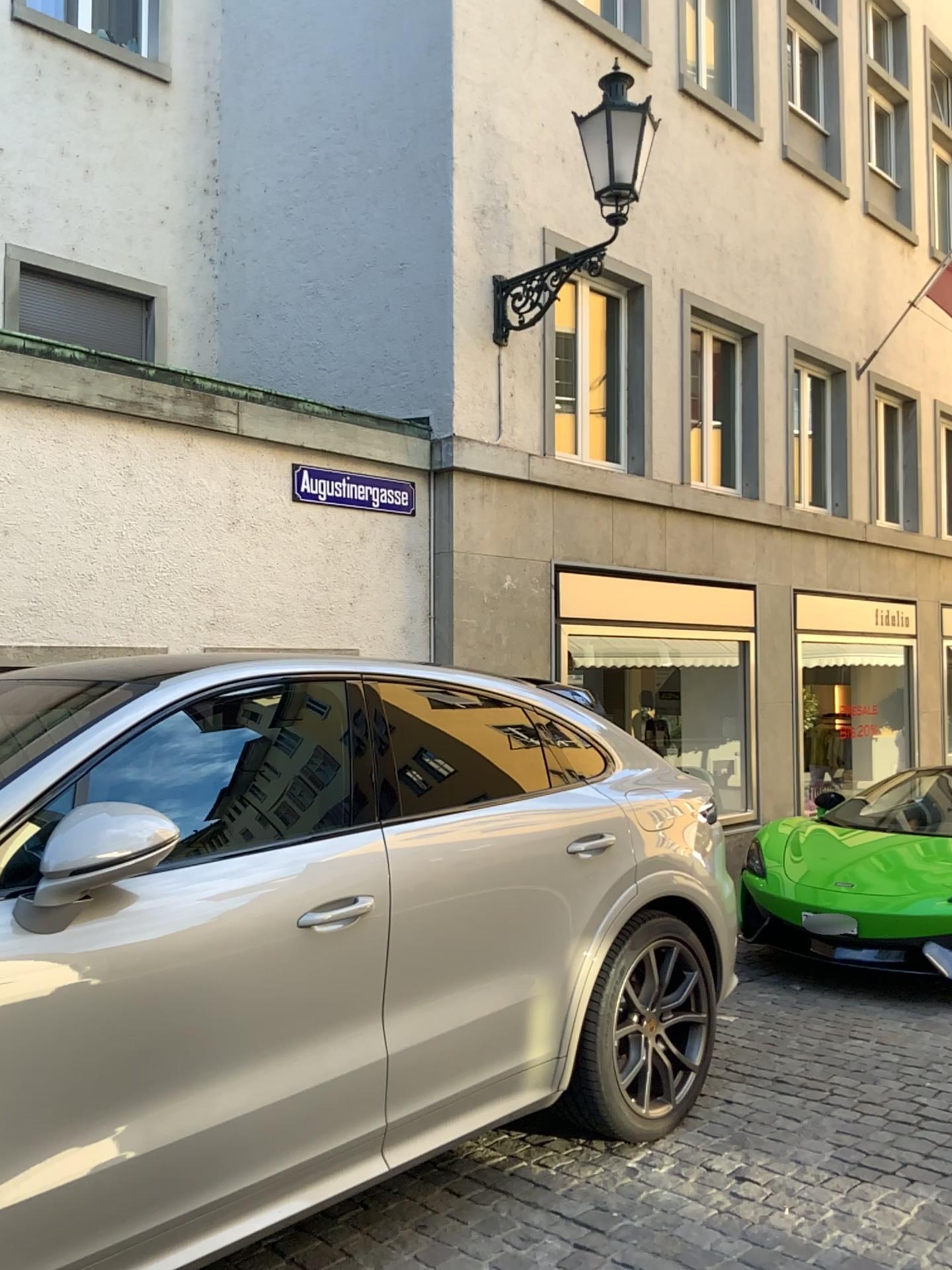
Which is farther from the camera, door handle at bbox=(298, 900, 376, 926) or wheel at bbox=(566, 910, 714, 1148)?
wheel at bbox=(566, 910, 714, 1148)

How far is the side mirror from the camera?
2.1 meters

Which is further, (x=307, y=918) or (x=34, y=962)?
(x=307, y=918)

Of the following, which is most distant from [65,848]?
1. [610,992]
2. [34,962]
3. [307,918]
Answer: [610,992]

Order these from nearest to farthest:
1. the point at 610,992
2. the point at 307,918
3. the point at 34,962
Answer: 1. the point at 34,962
2. the point at 307,918
3. the point at 610,992

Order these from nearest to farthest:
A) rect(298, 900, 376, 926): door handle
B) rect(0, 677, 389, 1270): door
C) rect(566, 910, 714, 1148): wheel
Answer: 1. rect(0, 677, 389, 1270): door
2. rect(298, 900, 376, 926): door handle
3. rect(566, 910, 714, 1148): wheel

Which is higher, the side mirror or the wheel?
the side mirror

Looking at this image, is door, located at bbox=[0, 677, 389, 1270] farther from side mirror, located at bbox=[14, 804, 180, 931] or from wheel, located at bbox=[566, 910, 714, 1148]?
wheel, located at bbox=[566, 910, 714, 1148]

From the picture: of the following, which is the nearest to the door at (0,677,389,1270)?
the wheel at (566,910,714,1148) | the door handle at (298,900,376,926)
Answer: the door handle at (298,900,376,926)

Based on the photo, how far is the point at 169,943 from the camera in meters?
2.3 m
